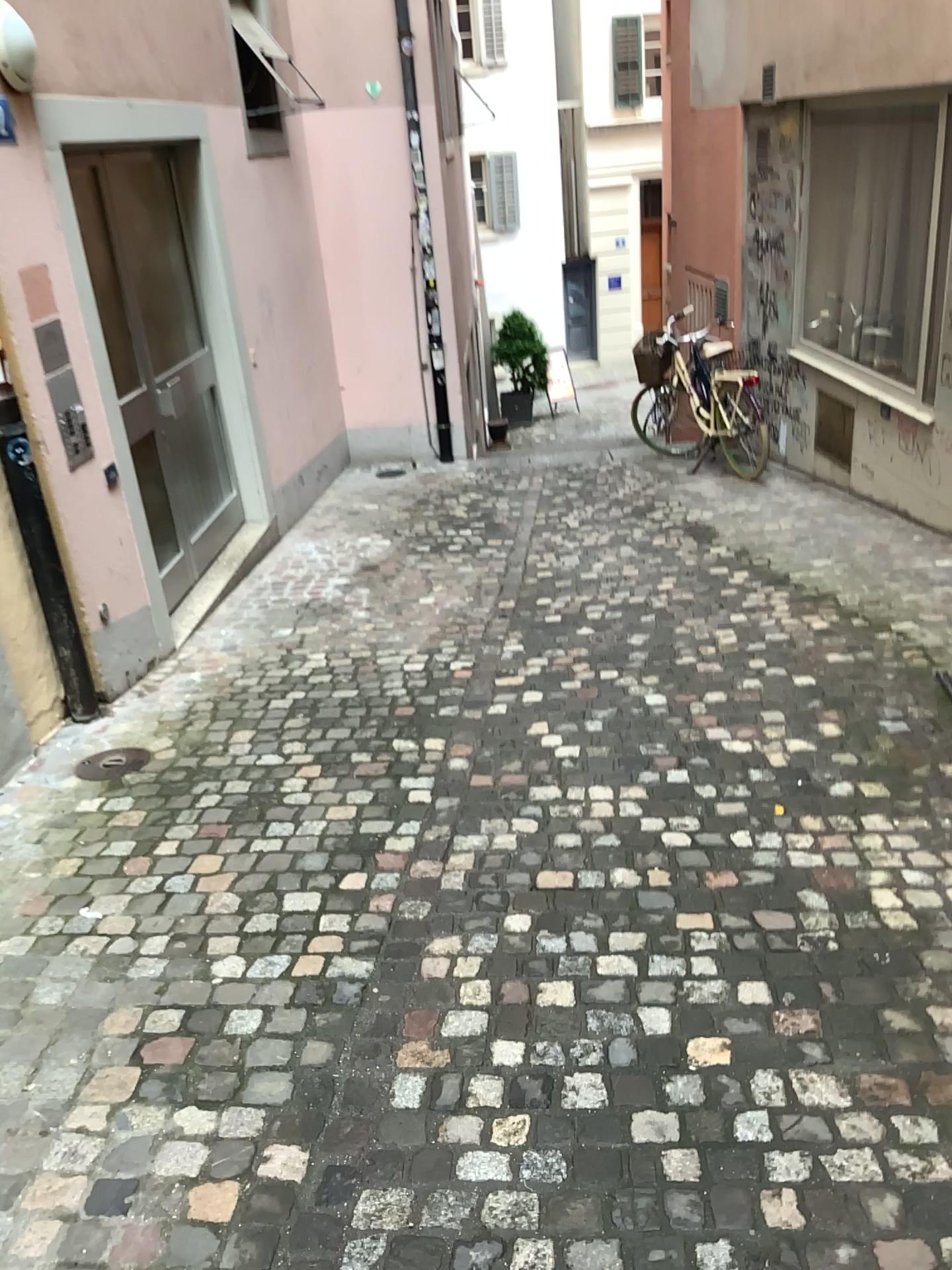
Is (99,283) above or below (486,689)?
above
